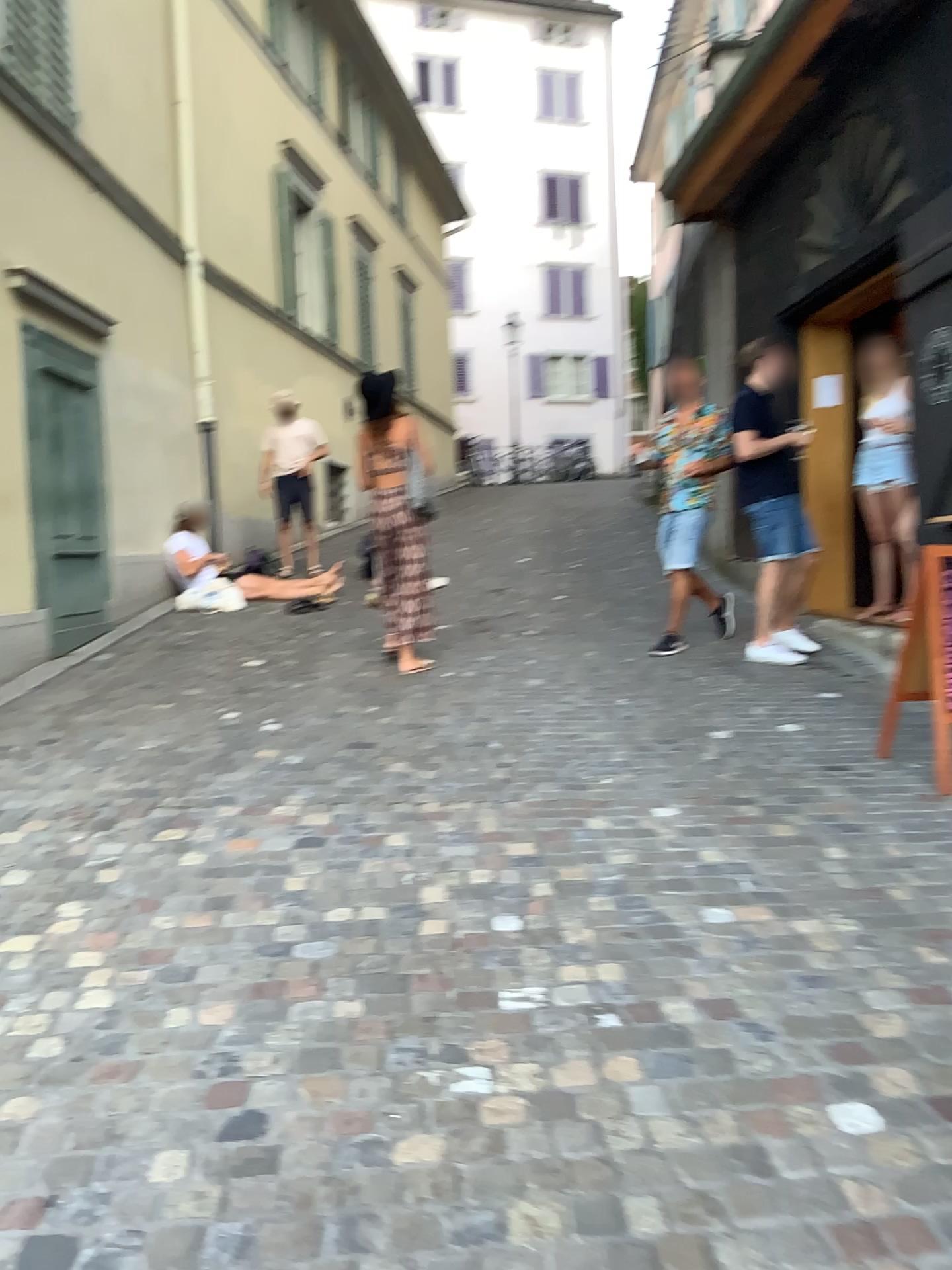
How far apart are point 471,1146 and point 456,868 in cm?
129
